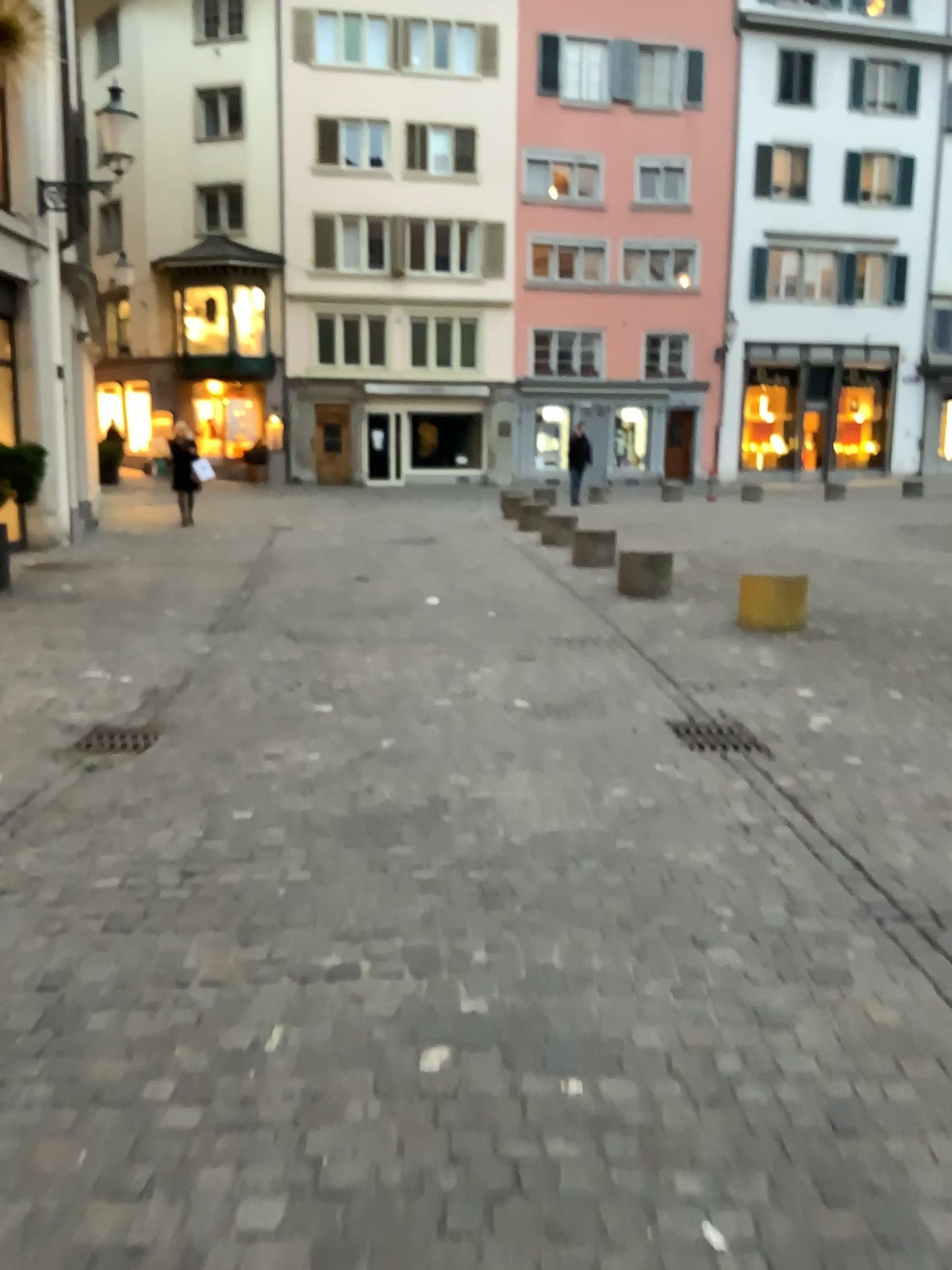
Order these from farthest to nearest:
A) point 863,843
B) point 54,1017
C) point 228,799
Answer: point 228,799, point 863,843, point 54,1017

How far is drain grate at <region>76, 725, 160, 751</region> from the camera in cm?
491

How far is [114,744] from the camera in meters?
4.9 m
